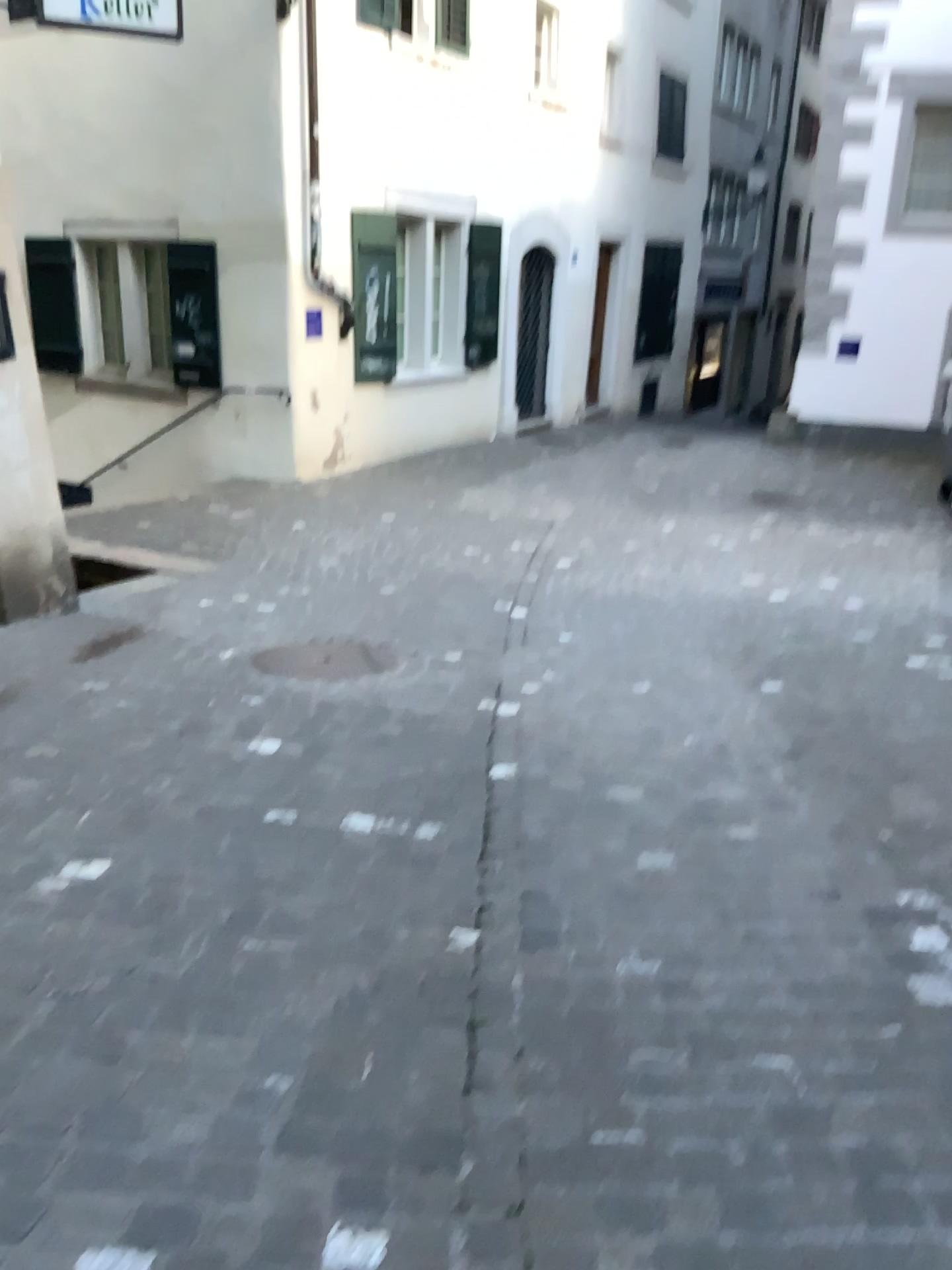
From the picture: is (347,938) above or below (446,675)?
above
